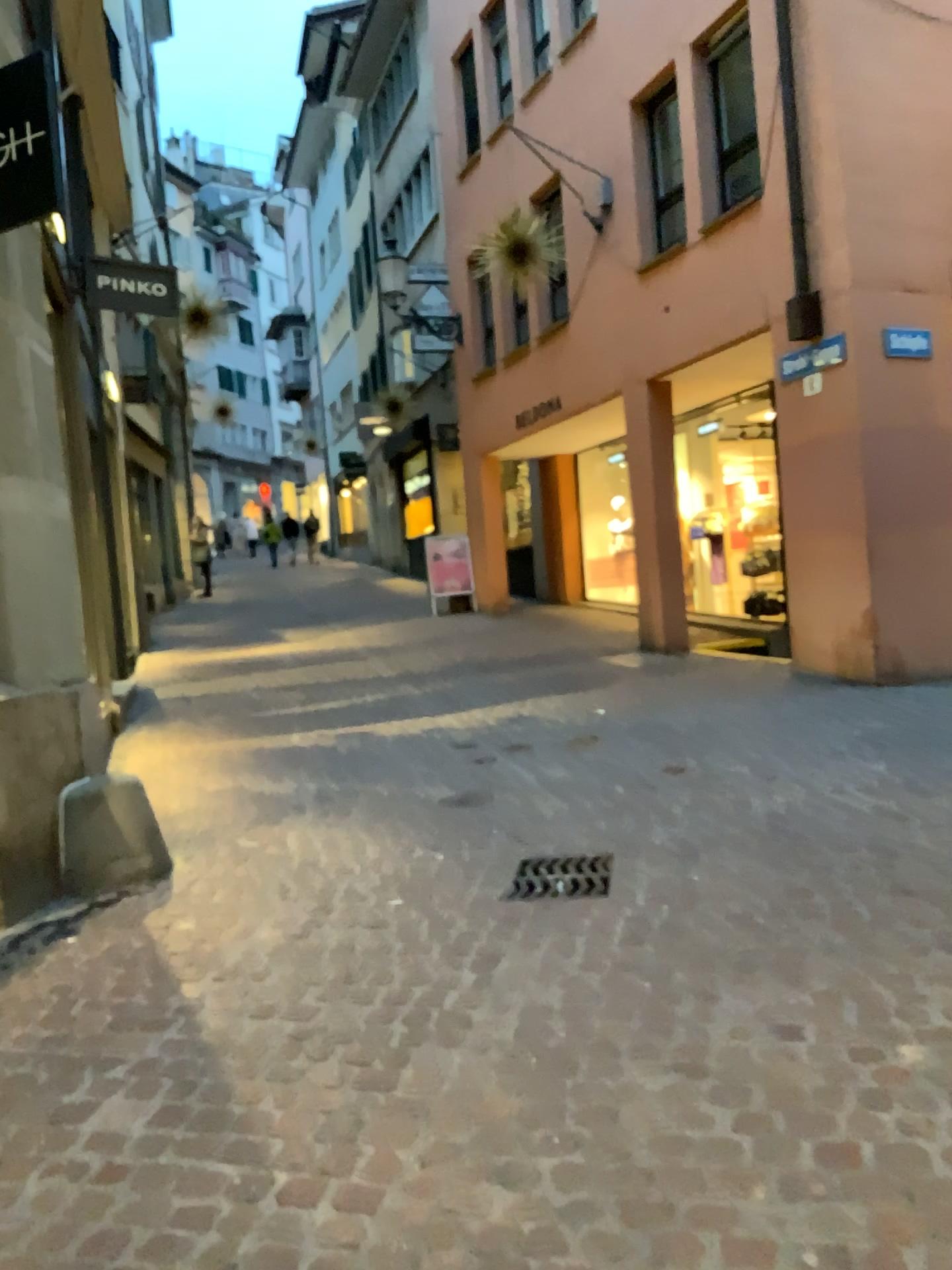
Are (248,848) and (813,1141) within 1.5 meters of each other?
no
